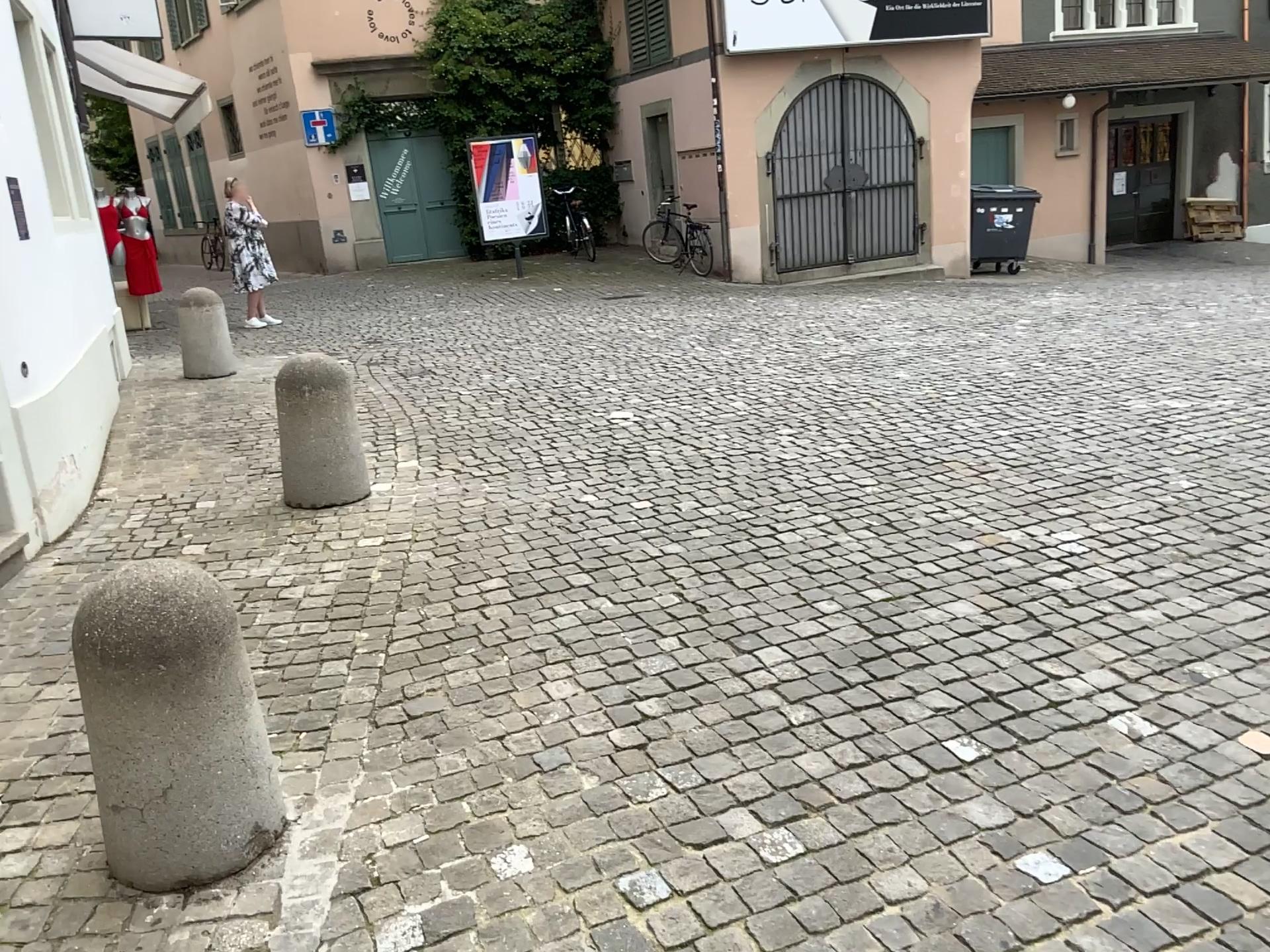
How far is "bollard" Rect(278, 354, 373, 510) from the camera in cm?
484

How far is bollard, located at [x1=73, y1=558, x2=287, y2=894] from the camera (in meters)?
2.24

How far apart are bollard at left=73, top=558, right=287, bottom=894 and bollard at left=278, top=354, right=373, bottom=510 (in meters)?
2.45

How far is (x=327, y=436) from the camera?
4.84m

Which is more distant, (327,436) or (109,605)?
(327,436)

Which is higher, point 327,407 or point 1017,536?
point 327,407

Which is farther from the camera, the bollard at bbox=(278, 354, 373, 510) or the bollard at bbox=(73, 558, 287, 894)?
the bollard at bbox=(278, 354, 373, 510)

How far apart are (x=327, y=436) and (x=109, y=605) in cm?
265
